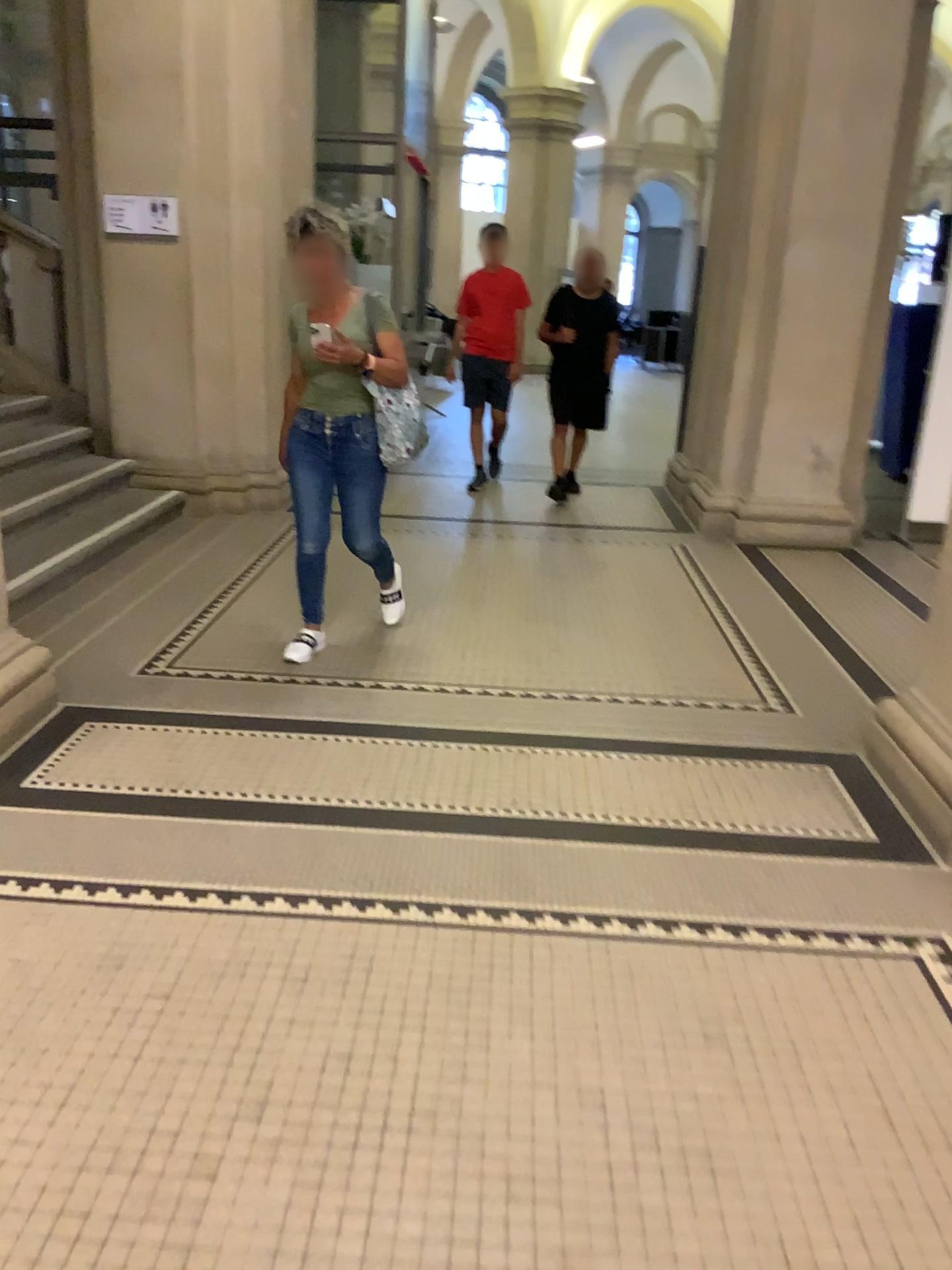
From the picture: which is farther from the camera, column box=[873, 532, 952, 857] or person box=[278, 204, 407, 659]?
person box=[278, 204, 407, 659]

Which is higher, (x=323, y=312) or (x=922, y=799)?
(x=323, y=312)

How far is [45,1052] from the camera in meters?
2.0

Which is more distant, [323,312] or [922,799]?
[323,312]
